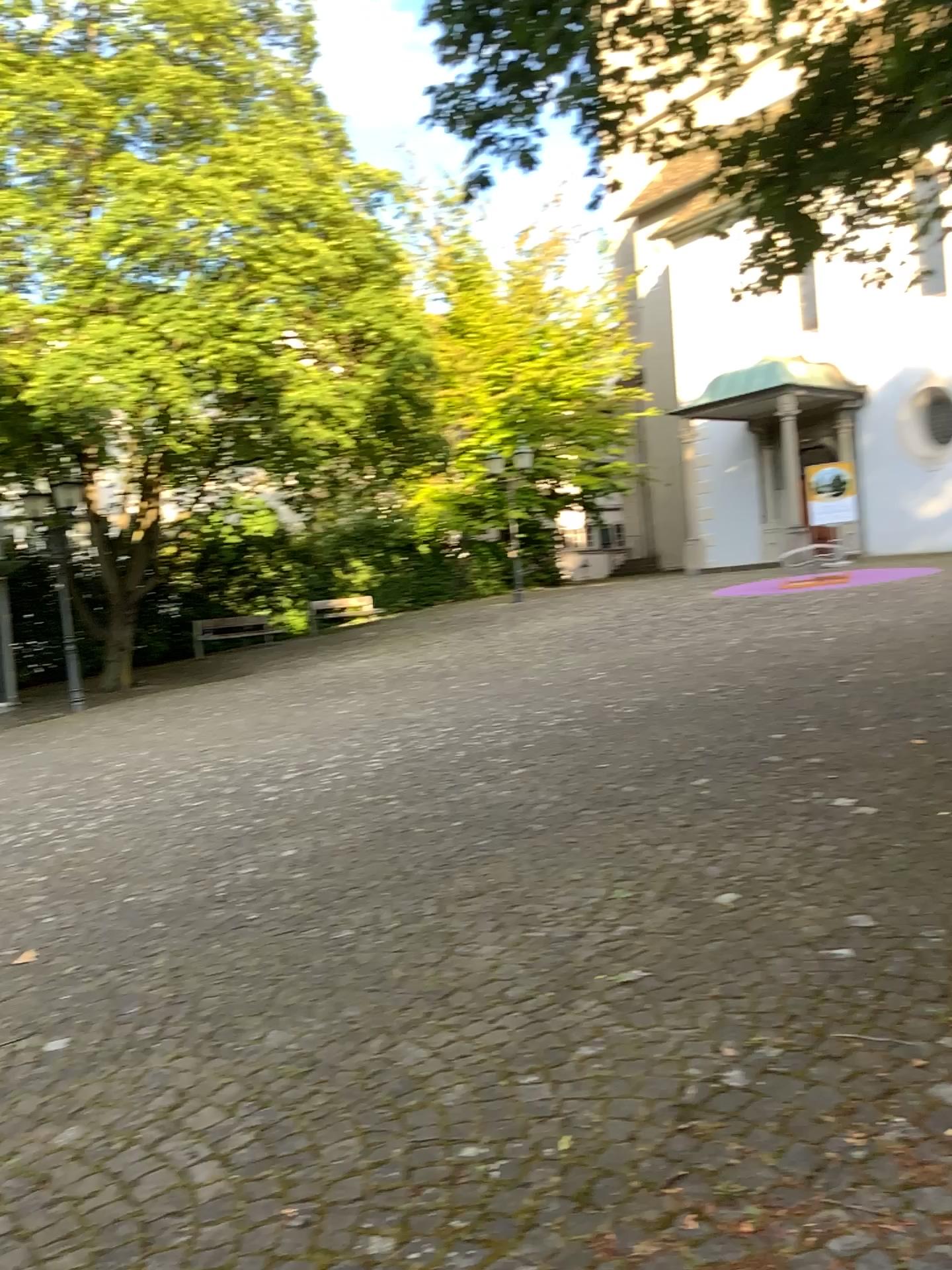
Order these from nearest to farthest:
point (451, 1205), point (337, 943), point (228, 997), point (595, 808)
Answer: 1. point (451, 1205)
2. point (228, 997)
3. point (337, 943)
4. point (595, 808)
